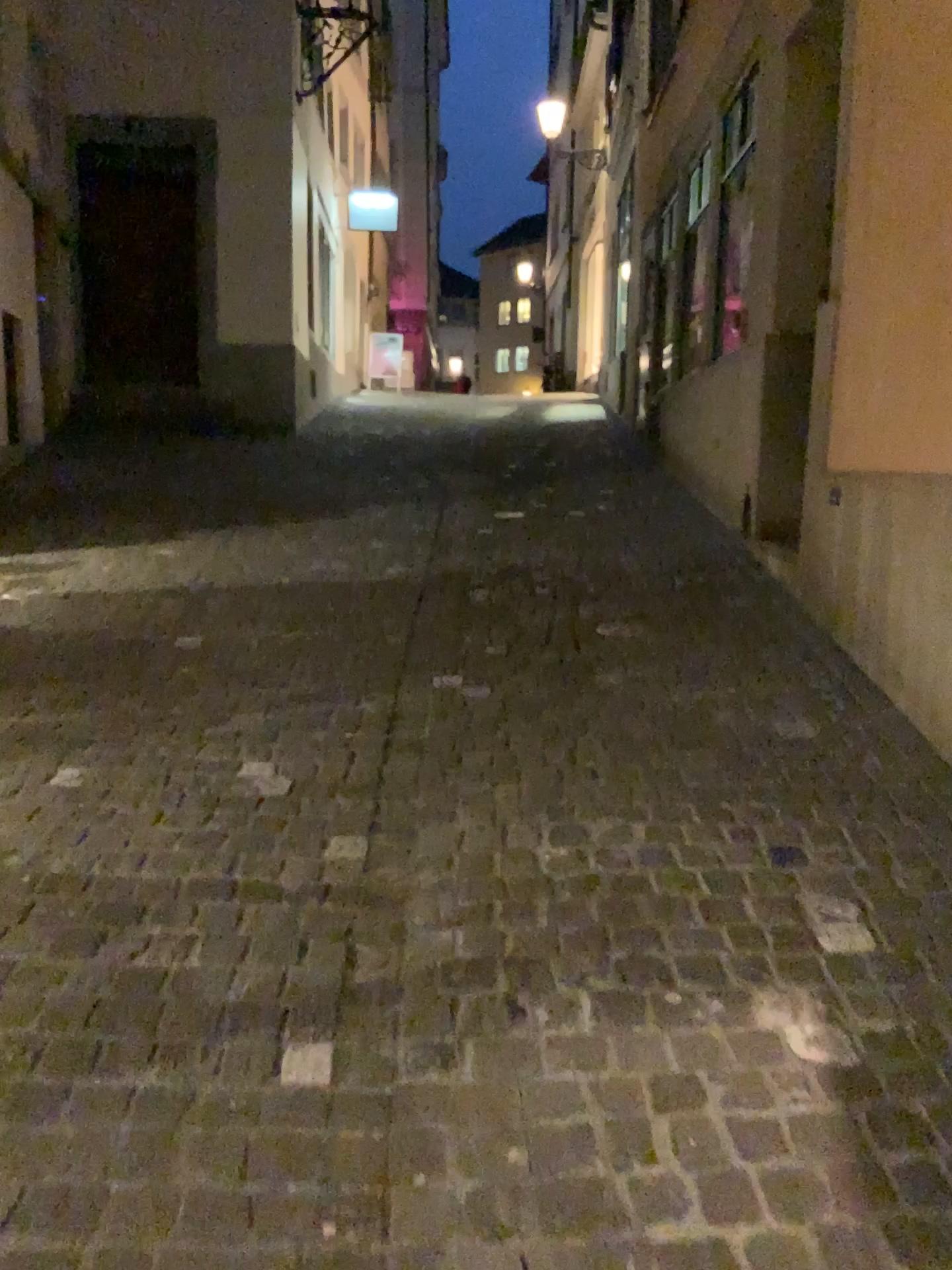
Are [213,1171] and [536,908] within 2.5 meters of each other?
yes
